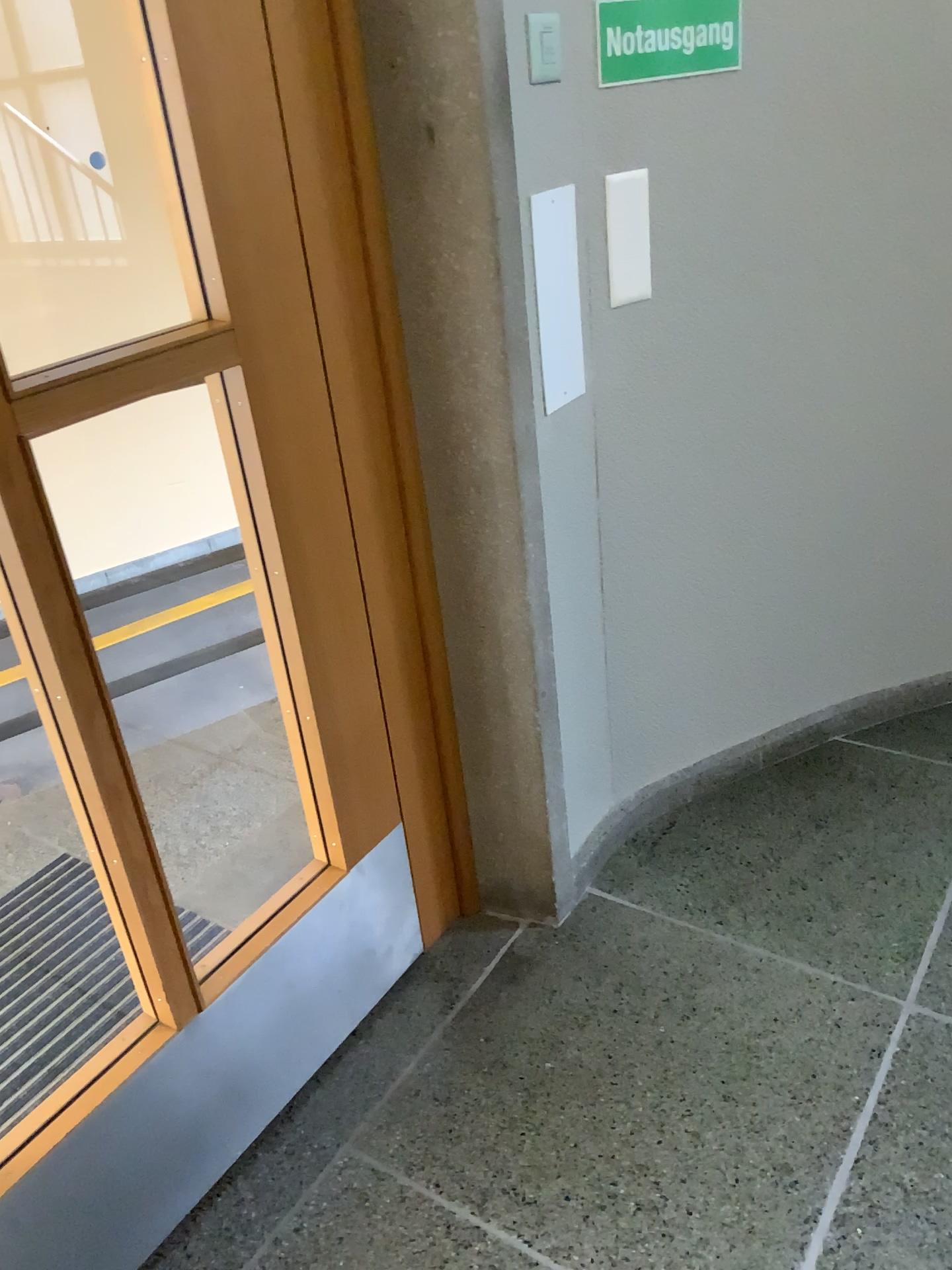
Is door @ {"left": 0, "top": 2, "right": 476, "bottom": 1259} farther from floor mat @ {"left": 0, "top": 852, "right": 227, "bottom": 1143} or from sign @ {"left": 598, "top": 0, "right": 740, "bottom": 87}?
sign @ {"left": 598, "top": 0, "right": 740, "bottom": 87}

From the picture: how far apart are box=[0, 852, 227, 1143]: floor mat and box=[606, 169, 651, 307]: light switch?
1.3m

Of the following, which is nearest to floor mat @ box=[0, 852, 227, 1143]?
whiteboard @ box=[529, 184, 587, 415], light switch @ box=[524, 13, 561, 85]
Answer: whiteboard @ box=[529, 184, 587, 415]

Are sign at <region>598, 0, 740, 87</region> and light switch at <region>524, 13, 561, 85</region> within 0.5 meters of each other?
yes

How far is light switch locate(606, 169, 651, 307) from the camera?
1.7m

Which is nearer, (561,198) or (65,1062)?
(561,198)

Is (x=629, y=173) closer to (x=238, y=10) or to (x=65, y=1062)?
(x=238, y=10)

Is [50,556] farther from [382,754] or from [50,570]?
[382,754]

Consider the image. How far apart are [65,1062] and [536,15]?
1.91m

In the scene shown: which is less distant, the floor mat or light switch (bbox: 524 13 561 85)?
light switch (bbox: 524 13 561 85)
